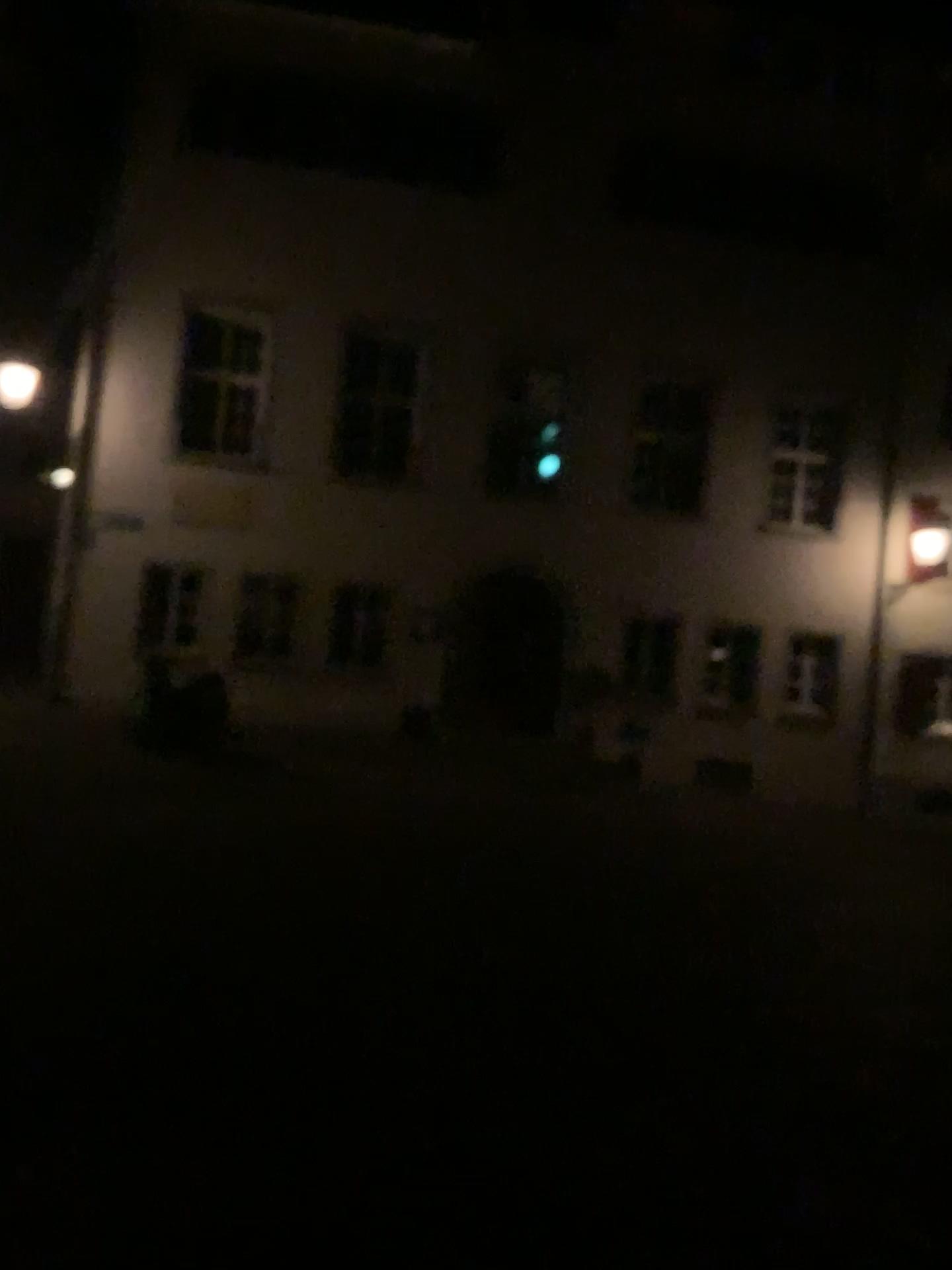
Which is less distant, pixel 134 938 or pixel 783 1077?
pixel 783 1077
